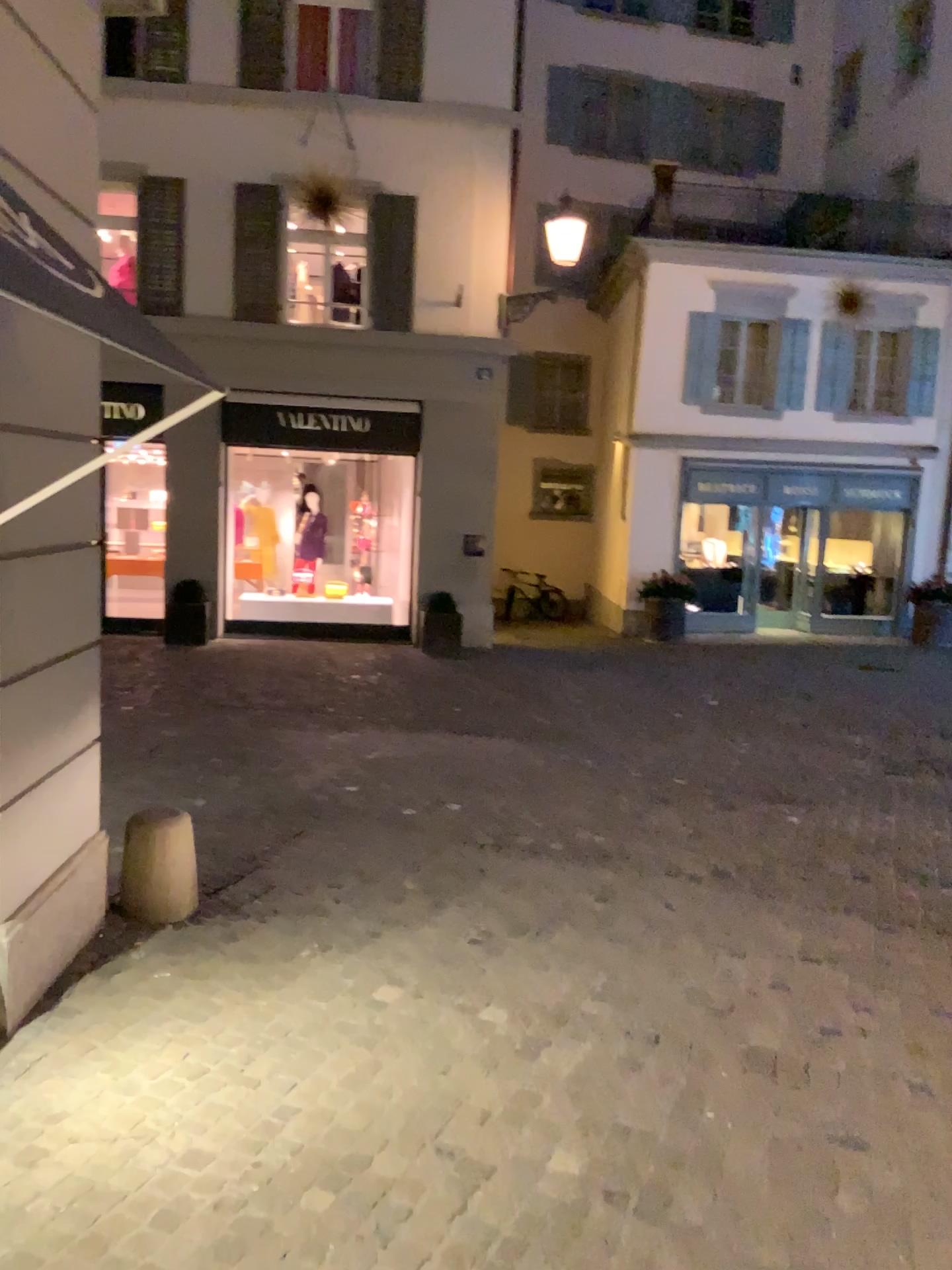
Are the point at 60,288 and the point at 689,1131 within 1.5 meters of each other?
no
